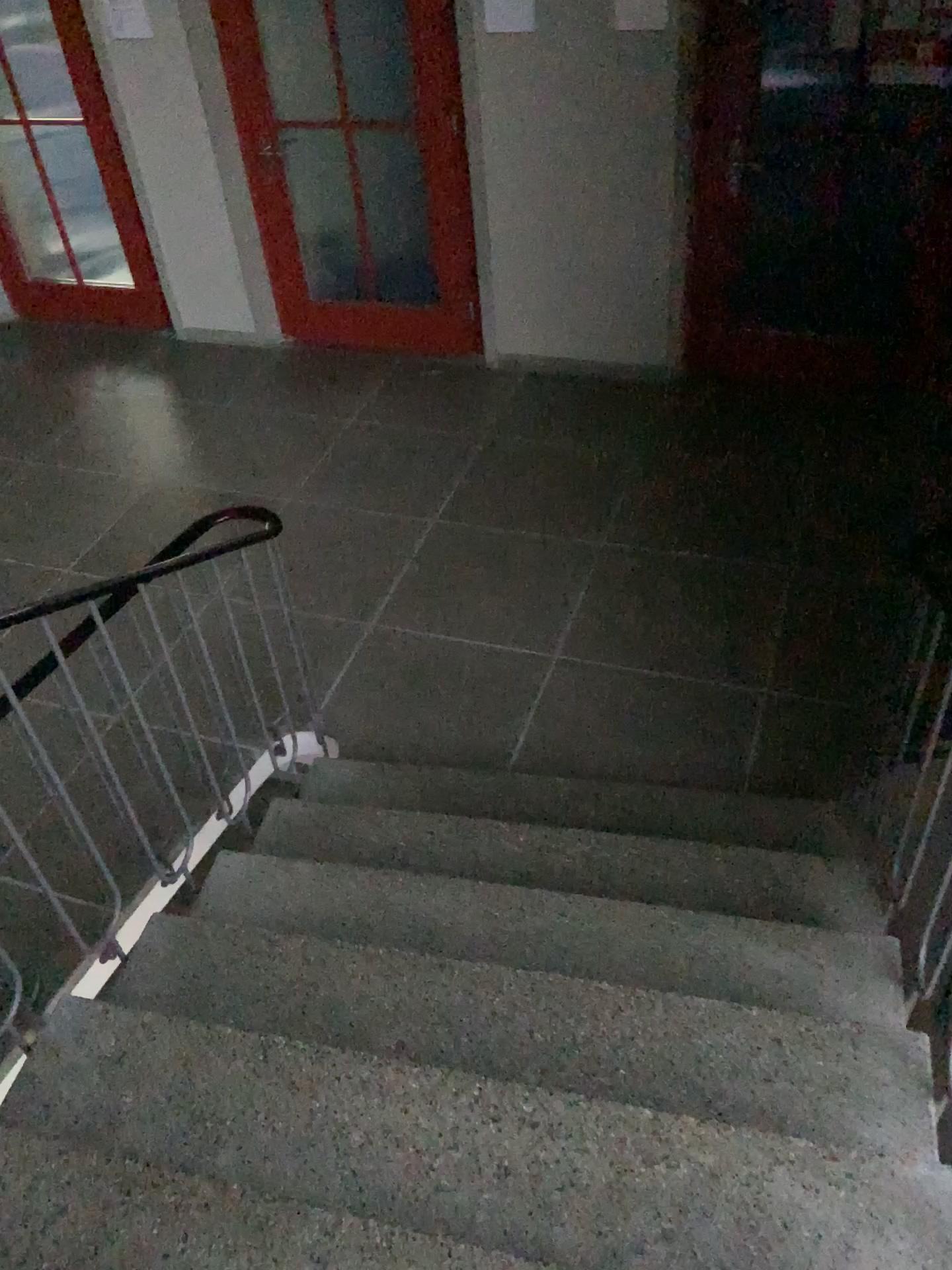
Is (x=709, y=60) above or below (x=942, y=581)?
above

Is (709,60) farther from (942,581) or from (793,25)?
(942,581)

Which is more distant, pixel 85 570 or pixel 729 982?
pixel 85 570

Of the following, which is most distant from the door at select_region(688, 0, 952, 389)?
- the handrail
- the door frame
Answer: the handrail

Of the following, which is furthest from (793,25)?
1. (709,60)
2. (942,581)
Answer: (942,581)

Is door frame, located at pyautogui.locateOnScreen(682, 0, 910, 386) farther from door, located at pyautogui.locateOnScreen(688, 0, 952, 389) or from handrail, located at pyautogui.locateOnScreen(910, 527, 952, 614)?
handrail, located at pyautogui.locateOnScreen(910, 527, 952, 614)
